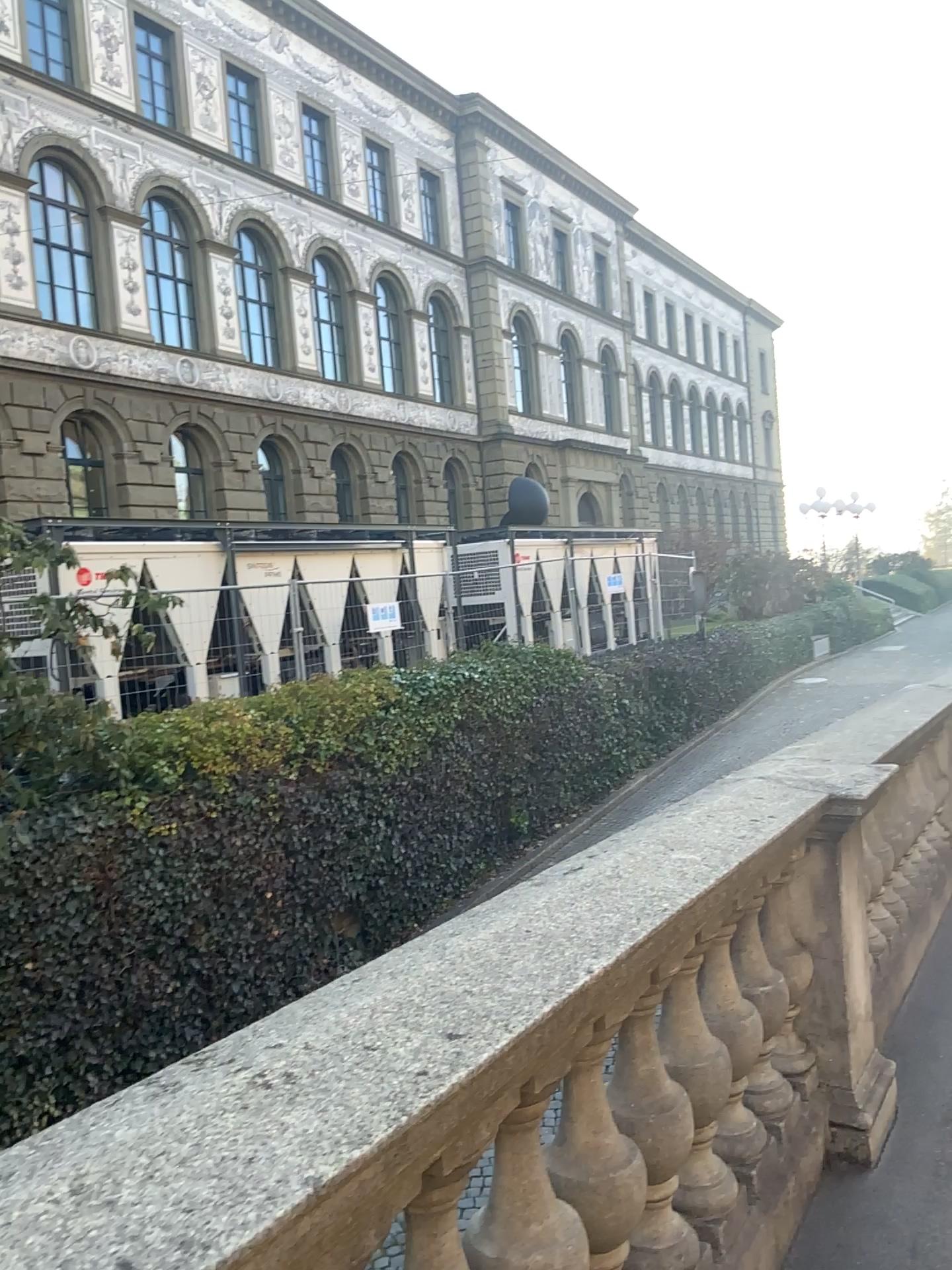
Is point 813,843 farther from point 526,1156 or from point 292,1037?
point 292,1037
